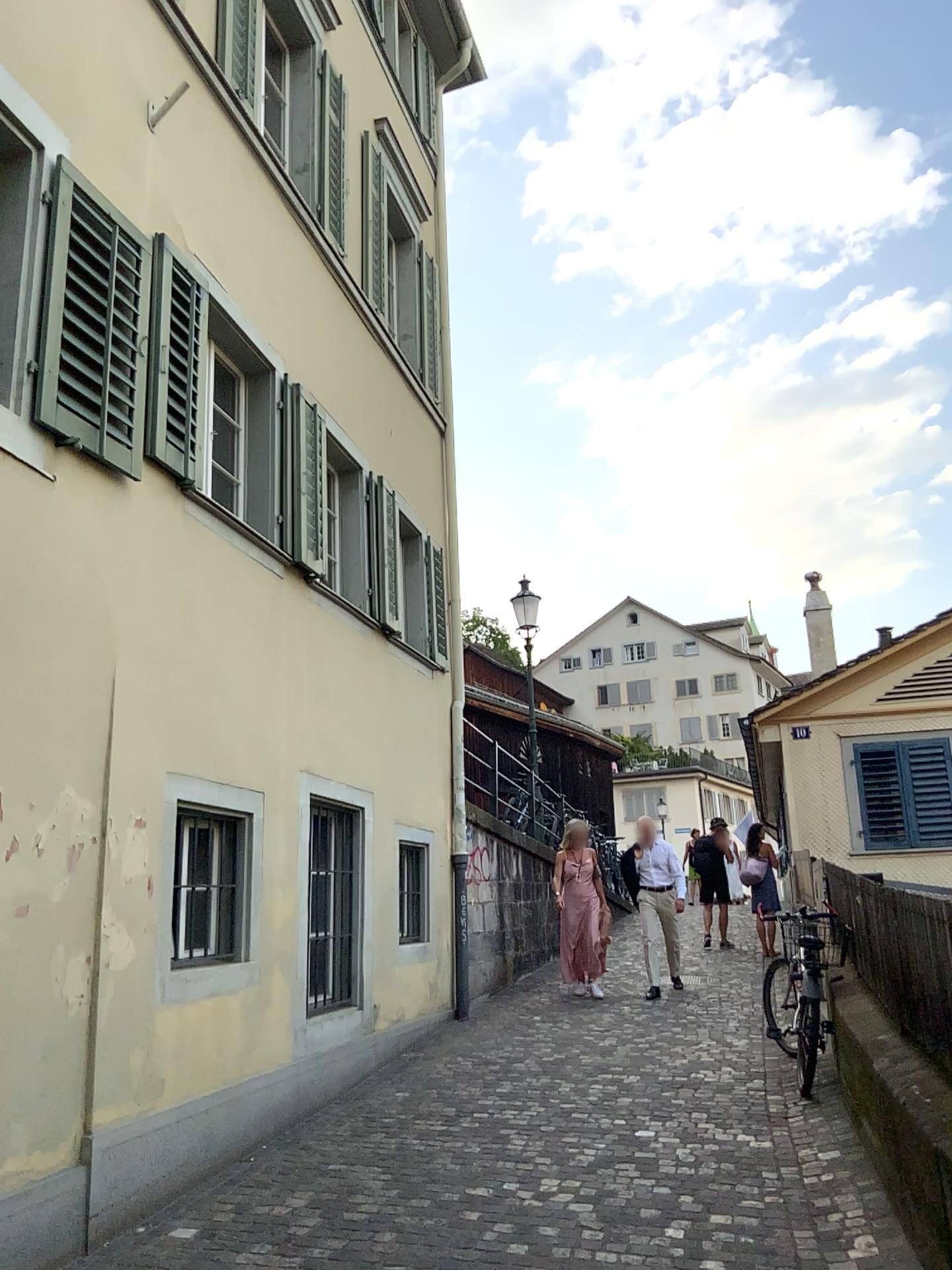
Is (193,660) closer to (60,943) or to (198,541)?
(198,541)

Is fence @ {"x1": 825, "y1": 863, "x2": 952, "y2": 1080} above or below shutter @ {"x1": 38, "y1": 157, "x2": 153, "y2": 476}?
below

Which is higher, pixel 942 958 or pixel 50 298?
pixel 50 298
